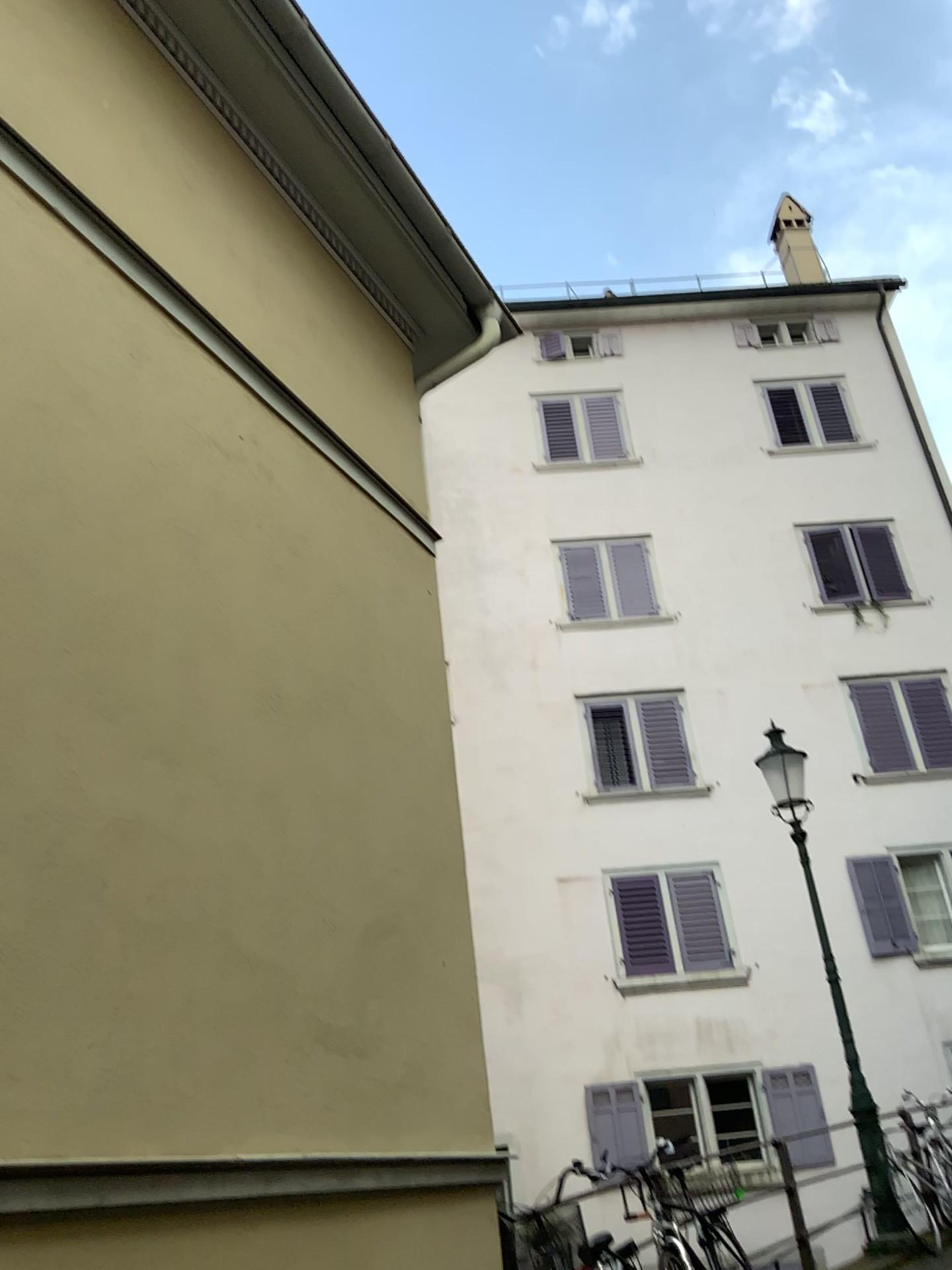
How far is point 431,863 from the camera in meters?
4.5
